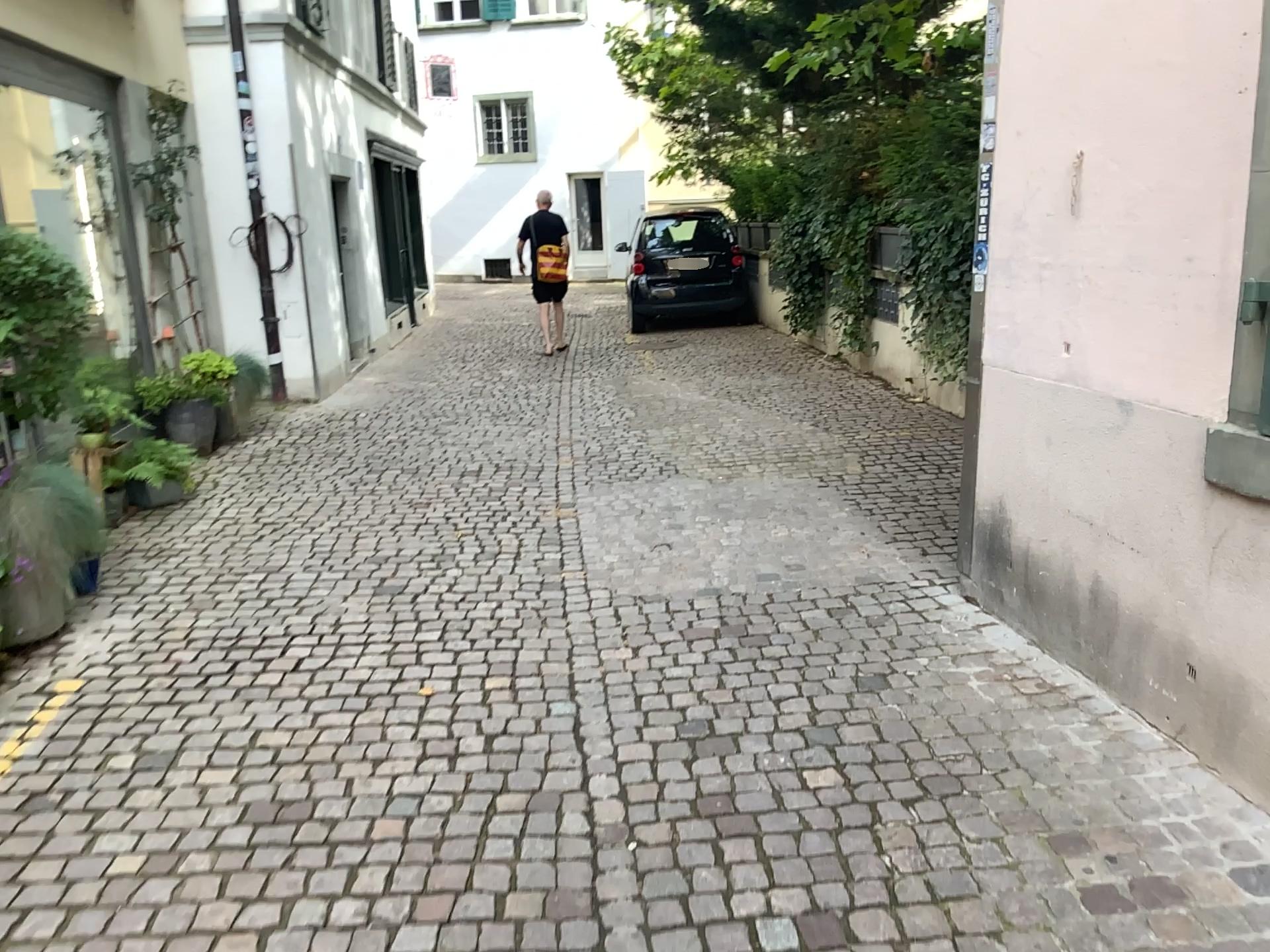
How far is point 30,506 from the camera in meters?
3.6 m

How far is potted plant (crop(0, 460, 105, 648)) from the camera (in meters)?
3.59

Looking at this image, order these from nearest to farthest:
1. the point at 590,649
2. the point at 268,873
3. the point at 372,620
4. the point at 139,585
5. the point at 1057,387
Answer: the point at 268,873
the point at 1057,387
the point at 590,649
the point at 372,620
the point at 139,585
